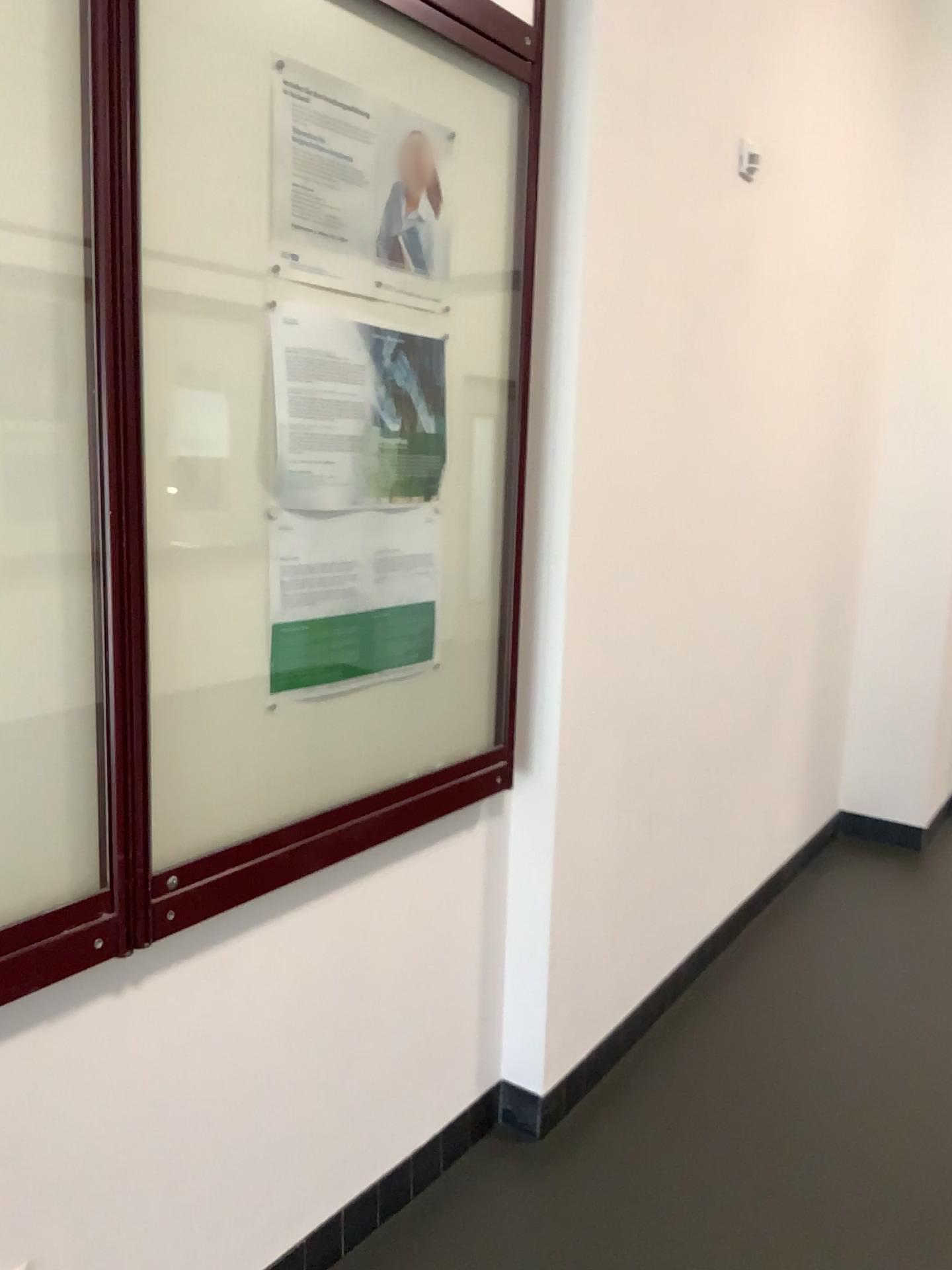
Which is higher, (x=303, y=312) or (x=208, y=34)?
(x=208, y=34)

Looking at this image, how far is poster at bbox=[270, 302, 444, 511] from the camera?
1.6m

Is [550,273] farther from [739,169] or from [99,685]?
[99,685]

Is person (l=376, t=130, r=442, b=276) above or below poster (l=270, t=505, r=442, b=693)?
above

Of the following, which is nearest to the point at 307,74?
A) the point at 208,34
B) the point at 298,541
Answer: the point at 208,34

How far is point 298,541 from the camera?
1.6m

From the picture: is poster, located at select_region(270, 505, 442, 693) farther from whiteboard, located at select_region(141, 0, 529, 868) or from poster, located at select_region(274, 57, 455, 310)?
poster, located at select_region(274, 57, 455, 310)

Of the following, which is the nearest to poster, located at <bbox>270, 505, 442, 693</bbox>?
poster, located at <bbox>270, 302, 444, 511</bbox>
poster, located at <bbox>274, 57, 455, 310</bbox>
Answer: poster, located at <bbox>270, 302, 444, 511</bbox>

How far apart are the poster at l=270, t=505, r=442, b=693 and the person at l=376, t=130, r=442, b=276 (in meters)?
0.40

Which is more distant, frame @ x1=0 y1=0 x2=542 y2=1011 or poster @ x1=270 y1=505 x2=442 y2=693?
poster @ x1=270 y1=505 x2=442 y2=693
